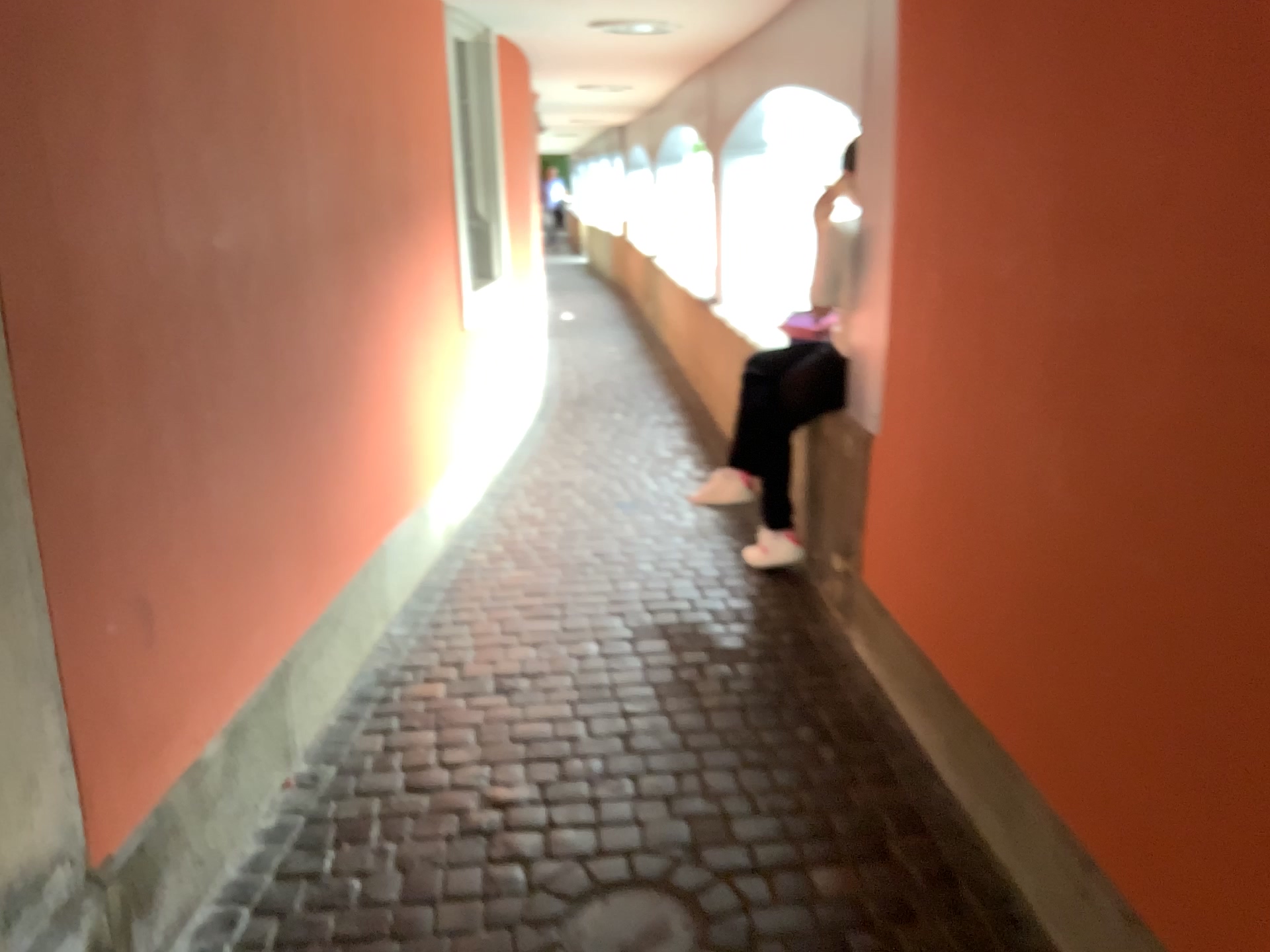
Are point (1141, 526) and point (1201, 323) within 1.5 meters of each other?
yes

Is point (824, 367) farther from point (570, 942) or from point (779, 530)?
point (570, 942)

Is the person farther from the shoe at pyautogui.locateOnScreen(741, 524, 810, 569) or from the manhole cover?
the manhole cover

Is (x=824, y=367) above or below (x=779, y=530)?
above

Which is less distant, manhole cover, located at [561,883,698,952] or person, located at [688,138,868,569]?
manhole cover, located at [561,883,698,952]

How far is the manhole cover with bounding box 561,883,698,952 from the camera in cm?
198

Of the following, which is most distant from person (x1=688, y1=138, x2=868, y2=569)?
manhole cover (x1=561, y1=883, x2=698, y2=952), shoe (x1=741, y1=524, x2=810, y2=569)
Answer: manhole cover (x1=561, y1=883, x2=698, y2=952)

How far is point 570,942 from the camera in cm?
198
